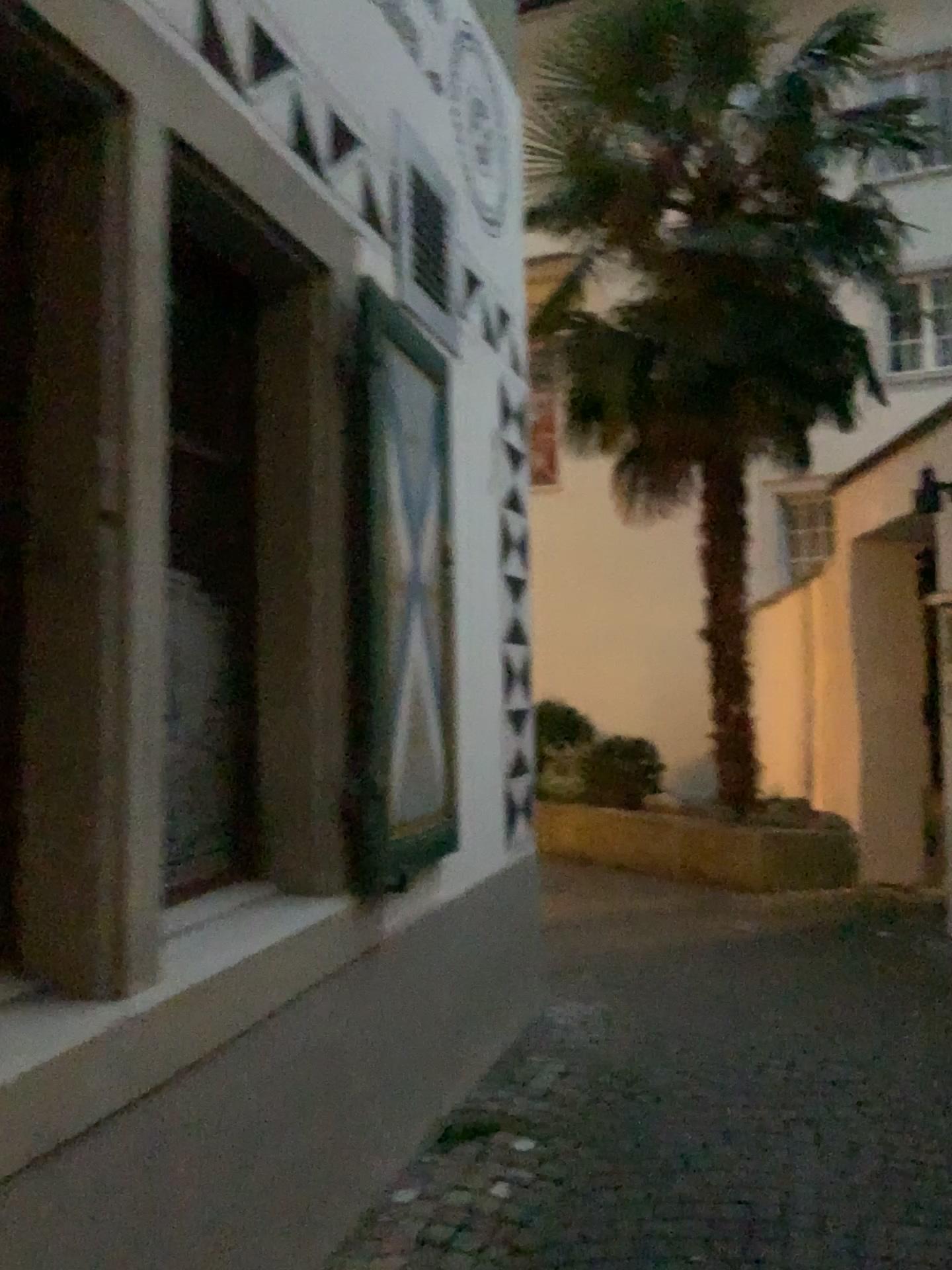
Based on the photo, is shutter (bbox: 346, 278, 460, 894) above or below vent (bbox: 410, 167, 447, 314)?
below

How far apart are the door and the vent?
0.80m

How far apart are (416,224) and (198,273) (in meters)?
1.04

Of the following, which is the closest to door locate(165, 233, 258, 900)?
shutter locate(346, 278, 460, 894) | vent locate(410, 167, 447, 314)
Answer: shutter locate(346, 278, 460, 894)

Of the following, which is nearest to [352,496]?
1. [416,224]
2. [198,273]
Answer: [198,273]

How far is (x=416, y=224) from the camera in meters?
3.3 m

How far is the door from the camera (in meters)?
2.48

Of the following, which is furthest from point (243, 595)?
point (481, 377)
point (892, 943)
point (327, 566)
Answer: point (892, 943)

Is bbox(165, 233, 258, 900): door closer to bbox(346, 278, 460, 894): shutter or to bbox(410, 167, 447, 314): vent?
bbox(346, 278, 460, 894): shutter

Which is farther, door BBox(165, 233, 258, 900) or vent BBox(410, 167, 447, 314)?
vent BBox(410, 167, 447, 314)
